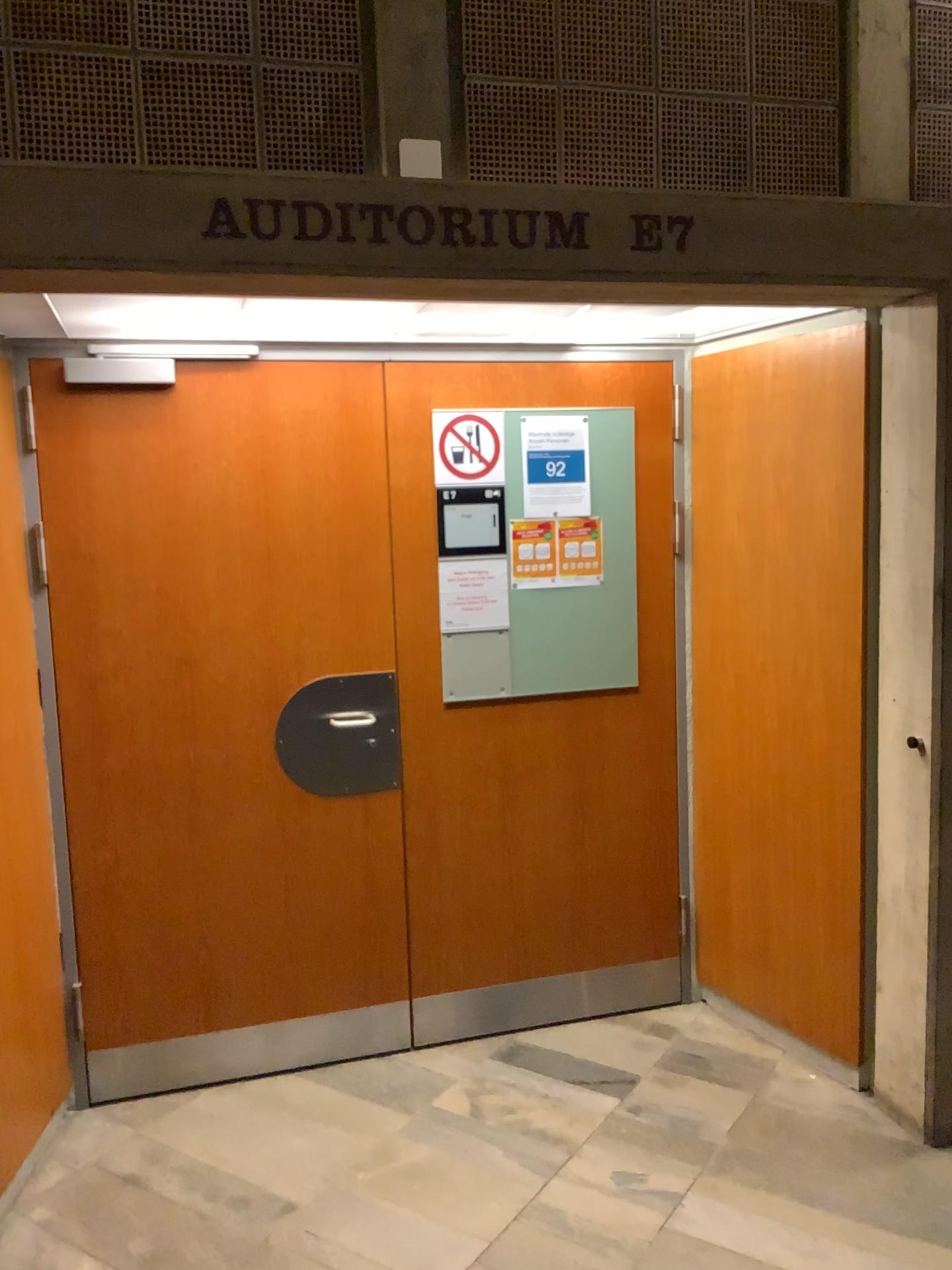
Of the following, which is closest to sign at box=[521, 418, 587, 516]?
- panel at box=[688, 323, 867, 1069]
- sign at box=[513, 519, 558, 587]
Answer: sign at box=[513, 519, 558, 587]

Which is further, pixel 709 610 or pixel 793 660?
pixel 709 610

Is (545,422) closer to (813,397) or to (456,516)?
(456,516)

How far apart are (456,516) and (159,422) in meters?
0.9 m

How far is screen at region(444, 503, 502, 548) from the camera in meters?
3.1

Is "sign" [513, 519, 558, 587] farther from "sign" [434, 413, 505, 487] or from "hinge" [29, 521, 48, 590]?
"hinge" [29, 521, 48, 590]

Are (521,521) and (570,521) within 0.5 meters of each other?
yes

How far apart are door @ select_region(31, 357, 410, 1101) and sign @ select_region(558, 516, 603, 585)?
0.5 meters

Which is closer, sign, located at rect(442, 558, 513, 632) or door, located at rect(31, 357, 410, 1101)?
door, located at rect(31, 357, 410, 1101)

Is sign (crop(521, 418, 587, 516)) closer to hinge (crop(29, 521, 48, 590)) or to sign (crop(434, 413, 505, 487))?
sign (crop(434, 413, 505, 487))
